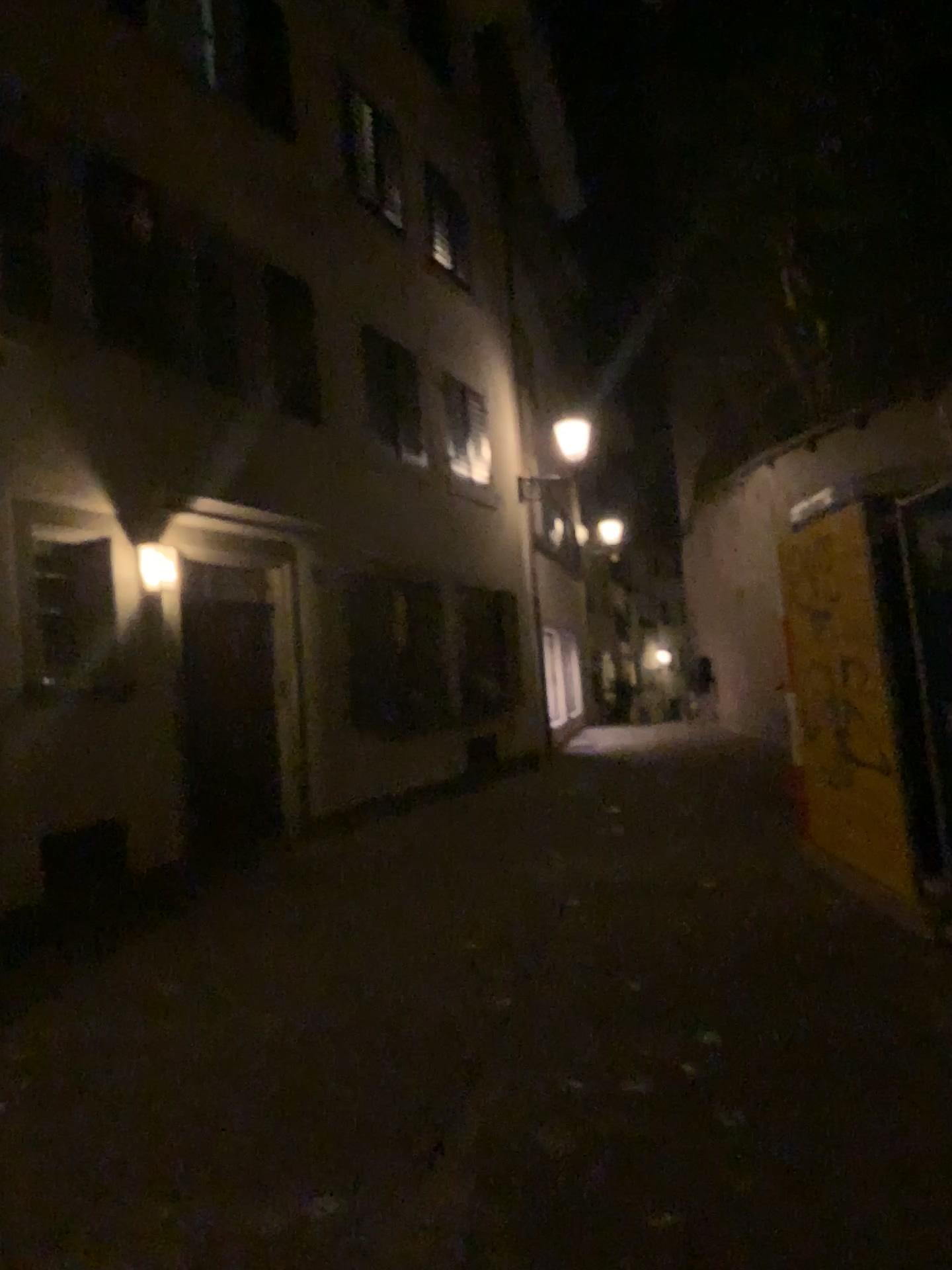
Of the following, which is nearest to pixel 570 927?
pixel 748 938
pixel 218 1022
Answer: pixel 748 938
